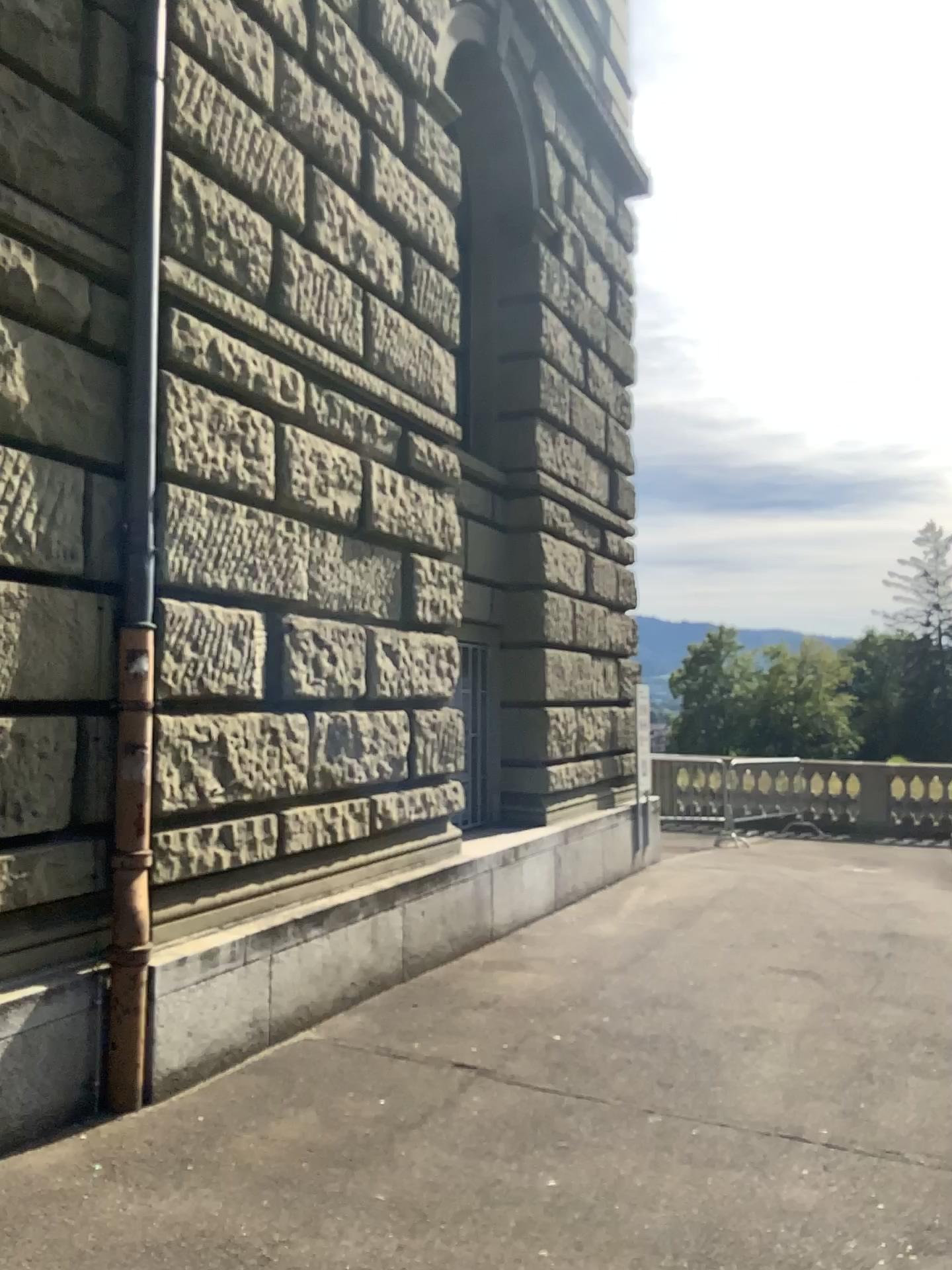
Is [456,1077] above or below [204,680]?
below
